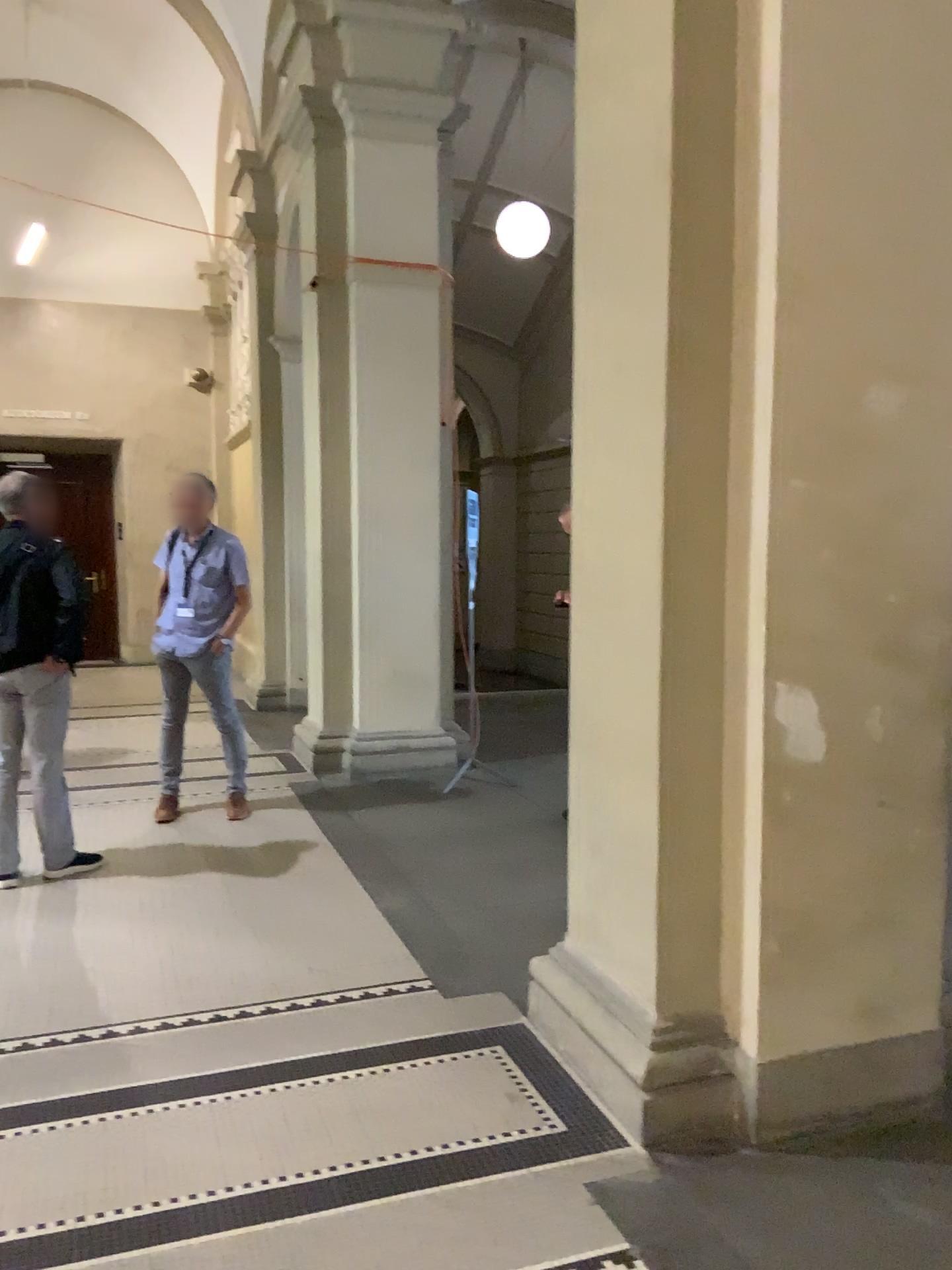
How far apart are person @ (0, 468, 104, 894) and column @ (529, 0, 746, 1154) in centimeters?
266cm

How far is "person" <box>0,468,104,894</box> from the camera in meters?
4.5

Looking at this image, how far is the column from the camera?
2.6 meters

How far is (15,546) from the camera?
4.5 meters

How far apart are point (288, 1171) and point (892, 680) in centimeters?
189cm

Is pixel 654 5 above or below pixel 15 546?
above

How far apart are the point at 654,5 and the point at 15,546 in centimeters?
329cm

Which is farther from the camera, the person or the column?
the person
